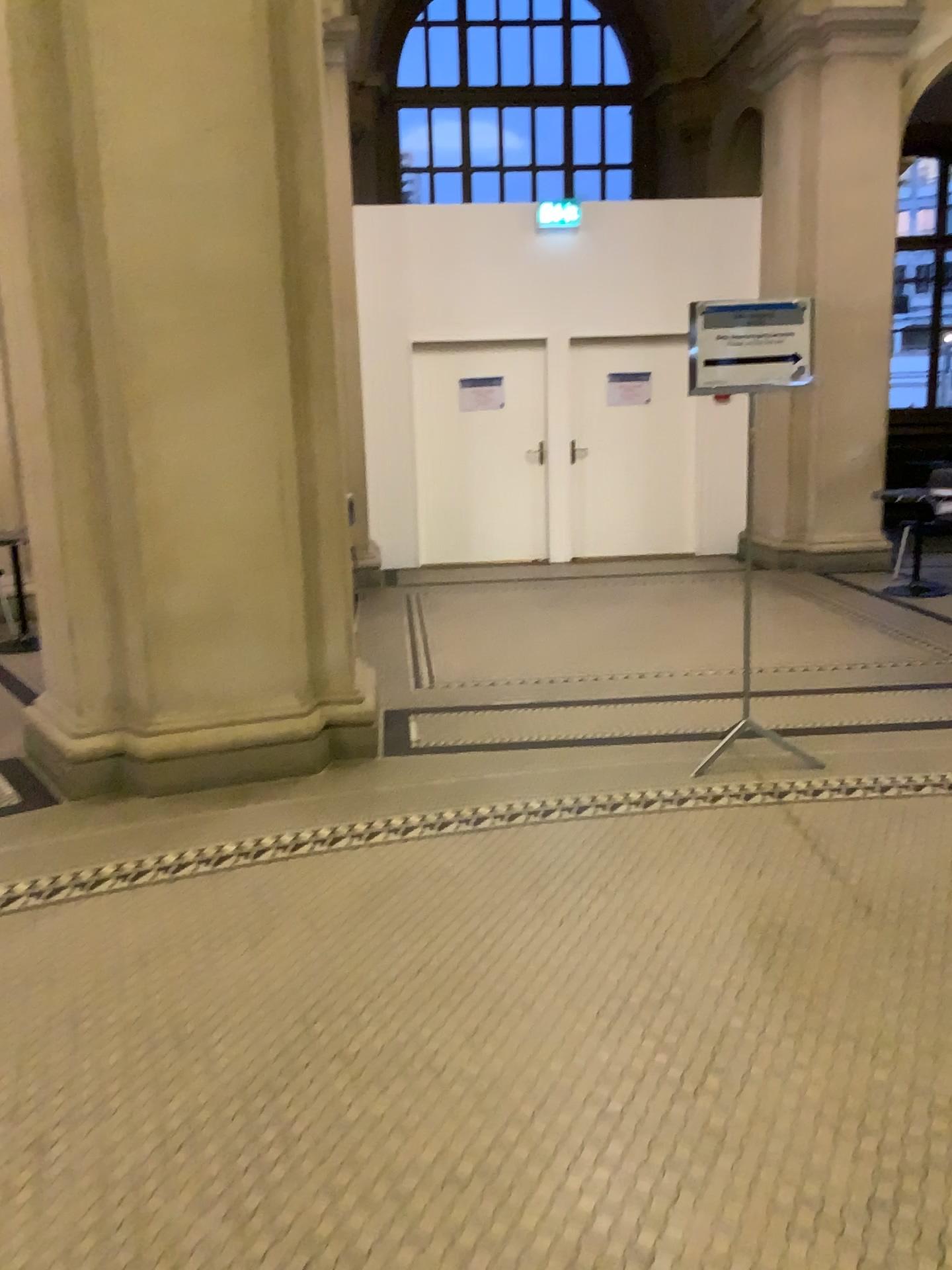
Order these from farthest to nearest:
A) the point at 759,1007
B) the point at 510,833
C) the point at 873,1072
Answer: the point at 510,833
the point at 759,1007
the point at 873,1072

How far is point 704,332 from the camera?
3.84m

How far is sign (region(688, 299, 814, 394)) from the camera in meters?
3.8 m

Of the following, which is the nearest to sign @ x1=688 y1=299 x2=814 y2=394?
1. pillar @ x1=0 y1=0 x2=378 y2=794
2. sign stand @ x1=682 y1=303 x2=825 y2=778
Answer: sign stand @ x1=682 y1=303 x2=825 y2=778

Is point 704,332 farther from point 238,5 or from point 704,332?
point 238,5

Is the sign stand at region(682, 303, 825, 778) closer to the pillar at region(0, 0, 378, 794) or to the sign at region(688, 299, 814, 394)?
the sign at region(688, 299, 814, 394)

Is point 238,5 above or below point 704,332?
above
